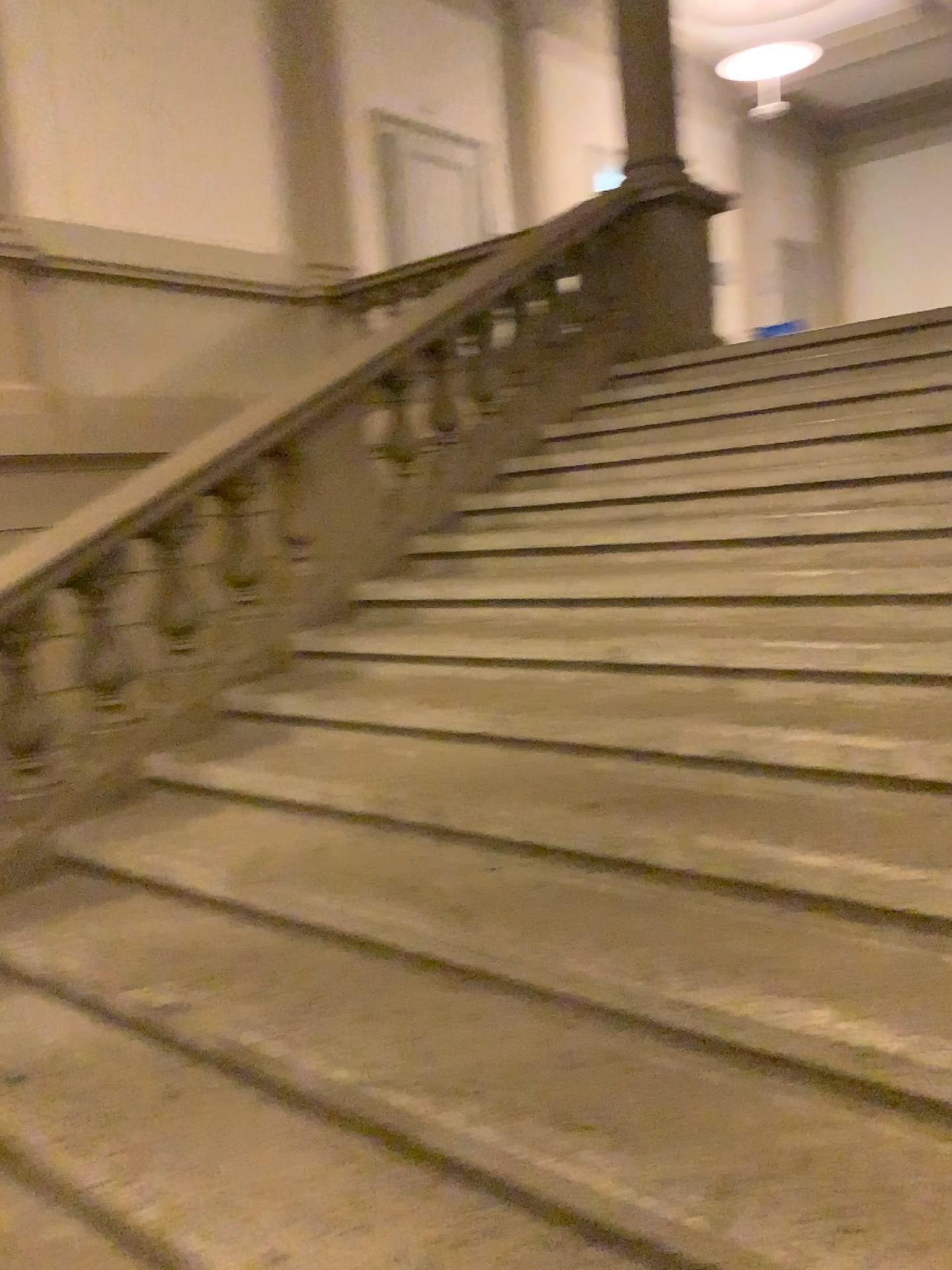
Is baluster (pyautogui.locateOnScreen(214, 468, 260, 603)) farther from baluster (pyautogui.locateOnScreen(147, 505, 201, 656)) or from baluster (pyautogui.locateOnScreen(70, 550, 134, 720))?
baluster (pyautogui.locateOnScreen(70, 550, 134, 720))

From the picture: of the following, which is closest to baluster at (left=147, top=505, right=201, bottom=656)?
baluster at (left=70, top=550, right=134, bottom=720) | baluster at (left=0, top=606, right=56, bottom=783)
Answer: baluster at (left=70, top=550, right=134, bottom=720)

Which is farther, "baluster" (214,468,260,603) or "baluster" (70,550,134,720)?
"baluster" (214,468,260,603)

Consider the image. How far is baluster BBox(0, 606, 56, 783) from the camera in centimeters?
326cm

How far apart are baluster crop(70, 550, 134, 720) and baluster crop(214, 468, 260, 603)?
0.4 meters

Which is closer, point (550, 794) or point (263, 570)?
point (550, 794)

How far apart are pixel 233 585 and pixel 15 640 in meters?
0.8

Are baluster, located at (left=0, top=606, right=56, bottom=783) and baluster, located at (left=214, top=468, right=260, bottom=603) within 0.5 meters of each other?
no

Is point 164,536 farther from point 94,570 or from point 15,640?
point 15,640

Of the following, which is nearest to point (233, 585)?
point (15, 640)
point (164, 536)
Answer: point (164, 536)
